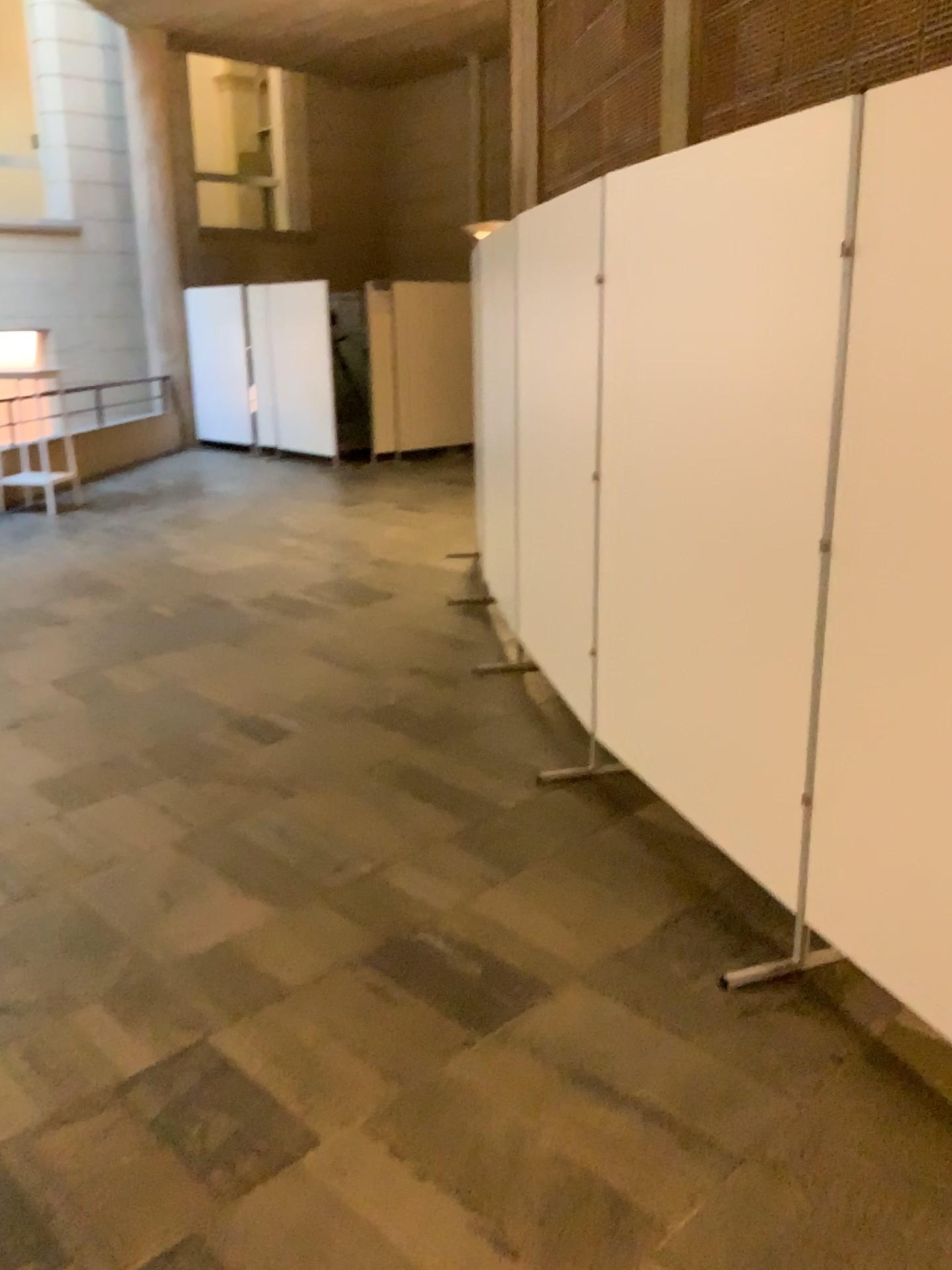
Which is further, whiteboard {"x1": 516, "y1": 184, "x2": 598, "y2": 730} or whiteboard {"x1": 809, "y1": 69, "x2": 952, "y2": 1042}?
whiteboard {"x1": 516, "y1": 184, "x2": 598, "y2": 730}

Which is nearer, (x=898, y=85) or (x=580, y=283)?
(x=898, y=85)

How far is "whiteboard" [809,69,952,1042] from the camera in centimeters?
197cm

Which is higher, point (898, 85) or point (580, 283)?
point (898, 85)

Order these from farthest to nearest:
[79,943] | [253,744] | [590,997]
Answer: [253,744] → [79,943] → [590,997]

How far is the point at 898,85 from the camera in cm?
197
